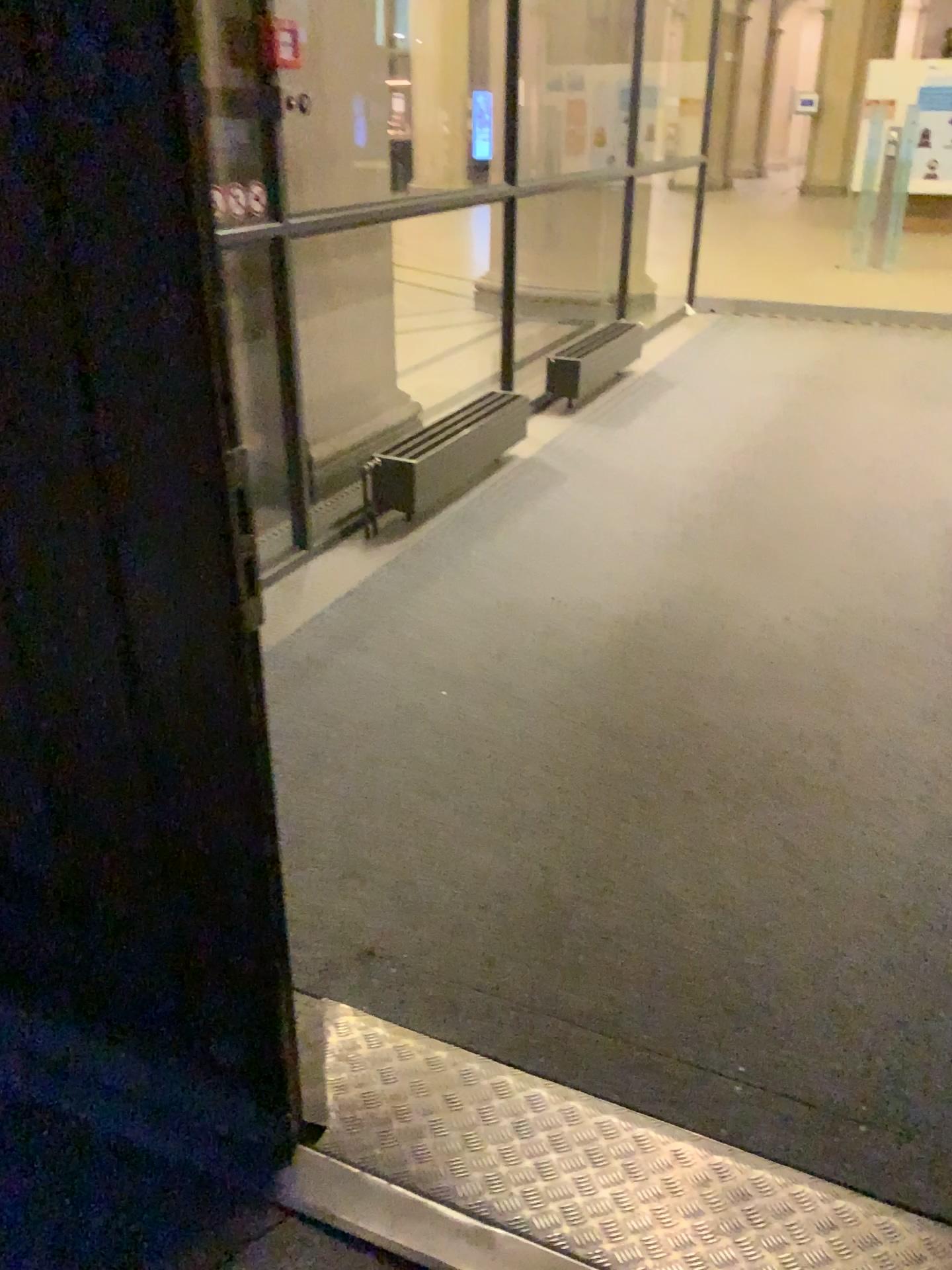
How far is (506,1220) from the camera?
1.5 meters

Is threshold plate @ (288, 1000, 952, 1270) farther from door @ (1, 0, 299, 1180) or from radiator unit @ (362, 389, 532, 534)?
radiator unit @ (362, 389, 532, 534)

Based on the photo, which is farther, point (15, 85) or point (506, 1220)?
point (506, 1220)

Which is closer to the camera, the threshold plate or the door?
the door

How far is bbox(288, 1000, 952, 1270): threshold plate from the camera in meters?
1.5

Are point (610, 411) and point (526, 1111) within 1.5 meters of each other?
no

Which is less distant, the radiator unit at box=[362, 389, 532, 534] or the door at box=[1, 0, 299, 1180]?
Result: the door at box=[1, 0, 299, 1180]

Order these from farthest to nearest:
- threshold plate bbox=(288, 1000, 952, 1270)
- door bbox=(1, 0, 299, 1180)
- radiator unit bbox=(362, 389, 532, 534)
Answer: radiator unit bbox=(362, 389, 532, 534)
threshold plate bbox=(288, 1000, 952, 1270)
door bbox=(1, 0, 299, 1180)

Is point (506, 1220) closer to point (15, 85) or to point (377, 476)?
point (15, 85)

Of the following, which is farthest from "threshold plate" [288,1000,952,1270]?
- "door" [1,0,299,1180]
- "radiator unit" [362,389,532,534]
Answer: "radiator unit" [362,389,532,534]
